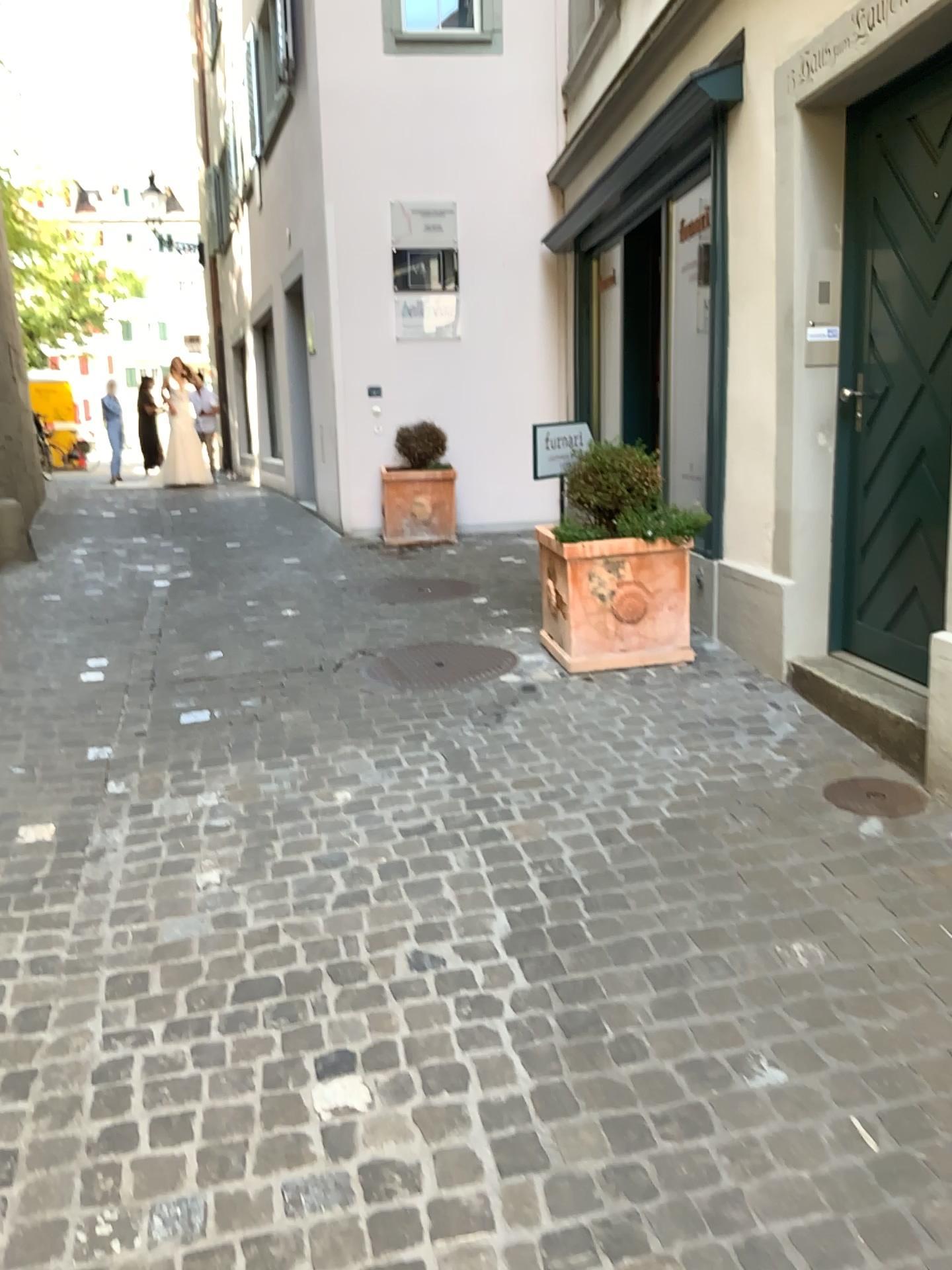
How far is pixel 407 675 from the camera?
4.6m

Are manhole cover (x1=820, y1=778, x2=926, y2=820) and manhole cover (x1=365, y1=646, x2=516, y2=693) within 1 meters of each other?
no

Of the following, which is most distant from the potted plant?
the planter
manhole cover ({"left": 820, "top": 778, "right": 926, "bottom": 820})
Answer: manhole cover ({"left": 820, "top": 778, "right": 926, "bottom": 820})

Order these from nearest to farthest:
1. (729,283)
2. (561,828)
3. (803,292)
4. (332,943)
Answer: (332,943) < (561,828) < (803,292) < (729,283)

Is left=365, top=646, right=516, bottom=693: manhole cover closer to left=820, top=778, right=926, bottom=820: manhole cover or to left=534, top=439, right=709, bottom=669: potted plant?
left=534, top=439, right=709, bottom=669: potted plant

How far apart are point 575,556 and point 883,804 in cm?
170

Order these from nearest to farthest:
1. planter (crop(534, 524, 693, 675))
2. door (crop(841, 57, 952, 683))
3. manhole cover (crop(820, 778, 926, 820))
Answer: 1. manhole cover (crop(820, 778, 926, 820))
2. door (crop(841, 57, 952, 683))
3. planter (crop(534, 524, 693, 675))

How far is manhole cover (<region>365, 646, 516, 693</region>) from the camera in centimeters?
464cm

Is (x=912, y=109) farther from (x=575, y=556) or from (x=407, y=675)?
(x=407, y=675)

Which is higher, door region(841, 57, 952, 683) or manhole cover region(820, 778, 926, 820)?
door region(841, 57, 952, 683)
